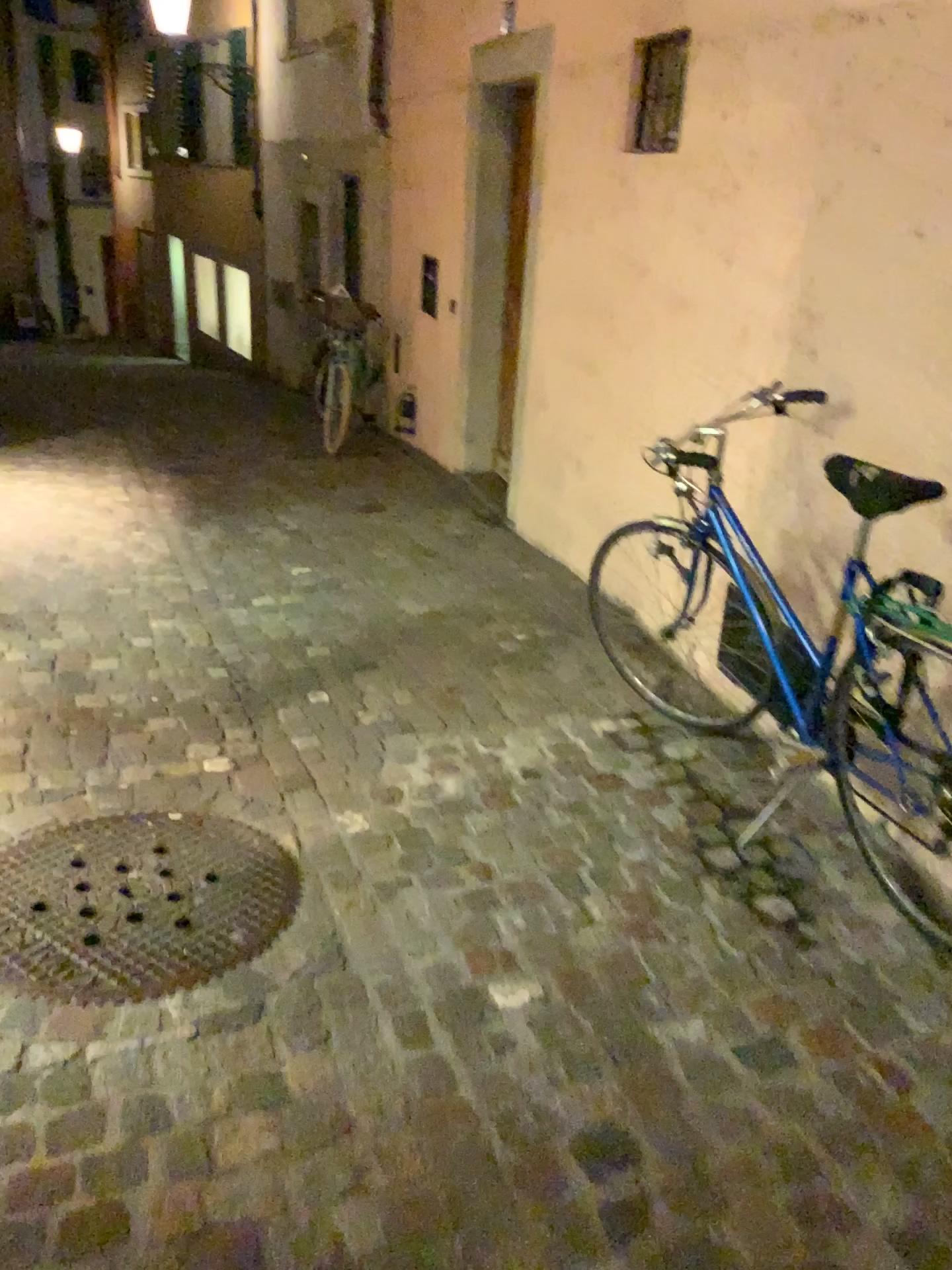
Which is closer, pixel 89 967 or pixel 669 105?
pixel 89 967

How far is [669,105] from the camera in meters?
3.6

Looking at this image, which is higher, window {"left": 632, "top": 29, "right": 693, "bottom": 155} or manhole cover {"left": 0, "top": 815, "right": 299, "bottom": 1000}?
window {"left": 632, "top": 29, "right": 693, "bottom": 155}

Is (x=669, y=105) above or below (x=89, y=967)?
above

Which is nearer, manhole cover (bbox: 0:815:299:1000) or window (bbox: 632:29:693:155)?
manhole cover (bbox: 0:815:299:1000)

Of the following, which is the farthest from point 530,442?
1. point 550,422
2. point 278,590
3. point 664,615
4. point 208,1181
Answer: point 208,1181

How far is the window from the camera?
3.6 meters
